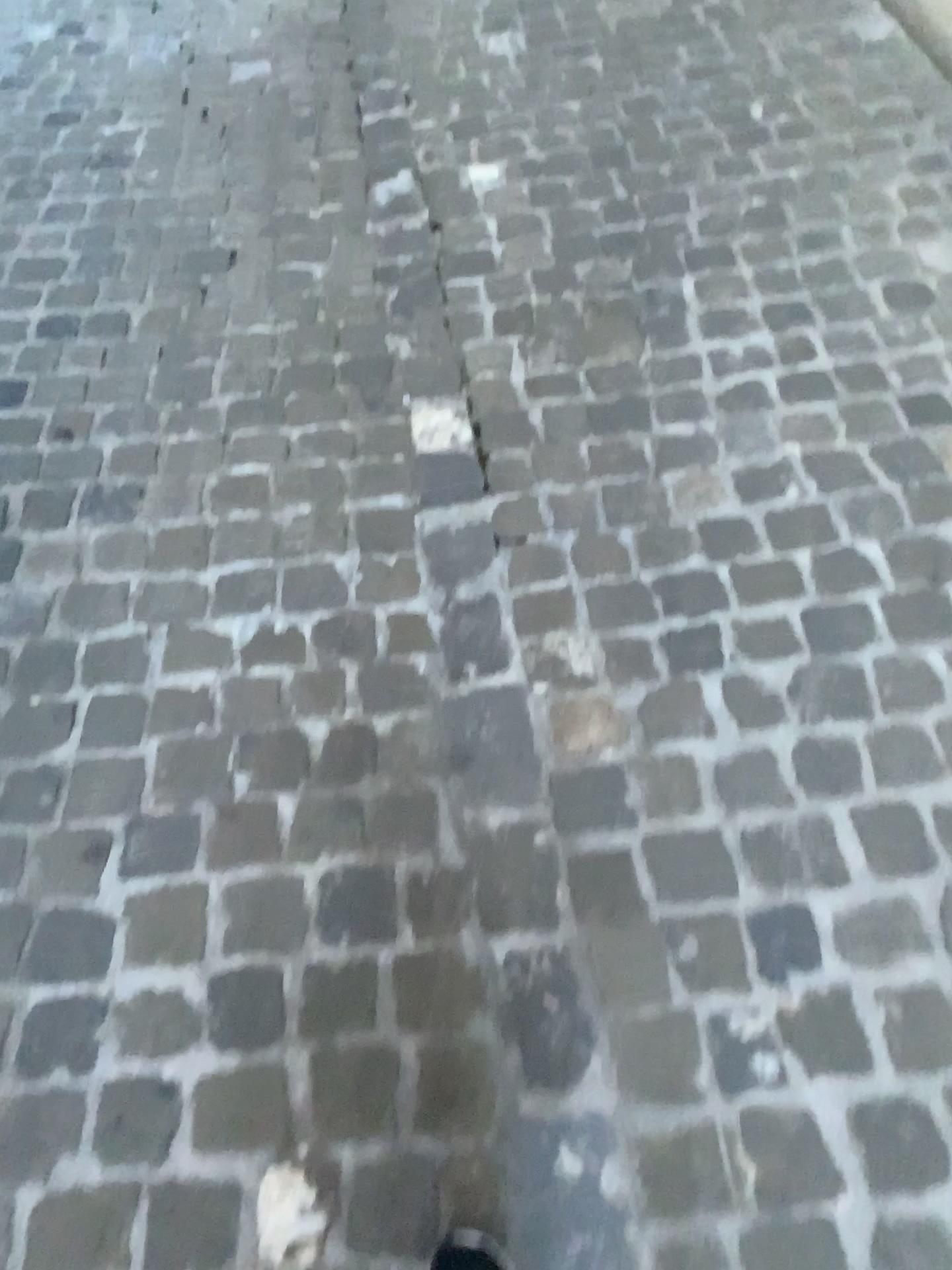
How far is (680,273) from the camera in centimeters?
206cm

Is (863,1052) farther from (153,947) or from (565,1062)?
(153,947)

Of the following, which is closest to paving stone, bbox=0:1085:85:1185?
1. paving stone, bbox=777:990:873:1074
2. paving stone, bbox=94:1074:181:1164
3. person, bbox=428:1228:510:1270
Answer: paving stone, bbox=94:1074:181:1164

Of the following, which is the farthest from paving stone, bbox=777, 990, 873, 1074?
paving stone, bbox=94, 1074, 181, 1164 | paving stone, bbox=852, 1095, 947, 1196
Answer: paving stone, bbox=94, 1074, 181, 1164

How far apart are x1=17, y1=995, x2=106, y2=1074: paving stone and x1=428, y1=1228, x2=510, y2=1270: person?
0.44m

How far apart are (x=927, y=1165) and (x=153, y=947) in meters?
0.9 m

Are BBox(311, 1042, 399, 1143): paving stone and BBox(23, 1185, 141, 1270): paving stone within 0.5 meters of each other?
yes

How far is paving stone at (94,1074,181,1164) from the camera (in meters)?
1.09

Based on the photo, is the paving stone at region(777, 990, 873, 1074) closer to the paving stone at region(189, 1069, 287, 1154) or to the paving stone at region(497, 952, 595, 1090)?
the paving stone at region(497, 952, 595, 1090)

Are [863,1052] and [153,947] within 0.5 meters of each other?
no
